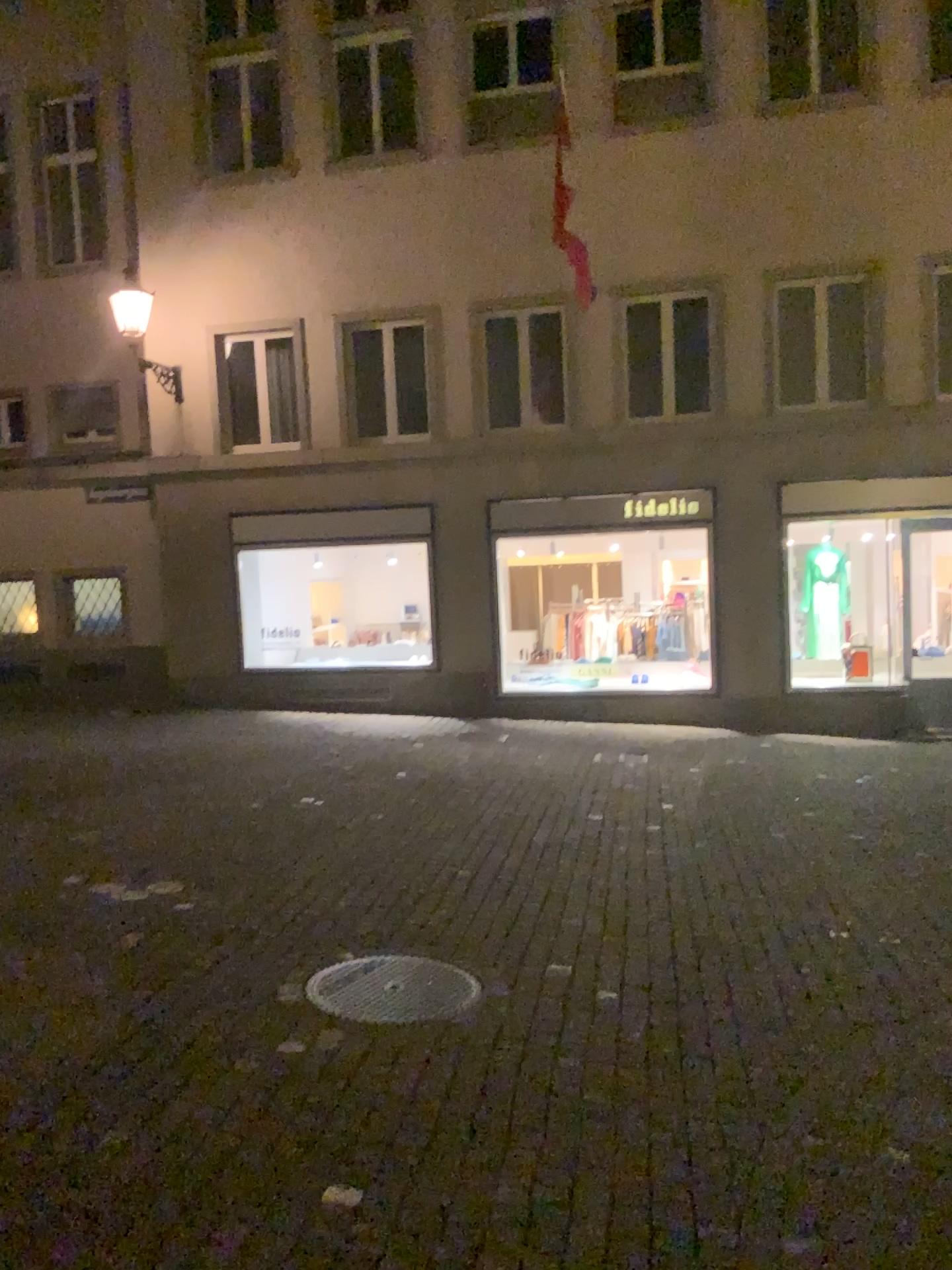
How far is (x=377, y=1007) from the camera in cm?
422

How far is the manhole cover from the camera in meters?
4.2 m

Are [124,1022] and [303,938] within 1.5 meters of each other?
yes
